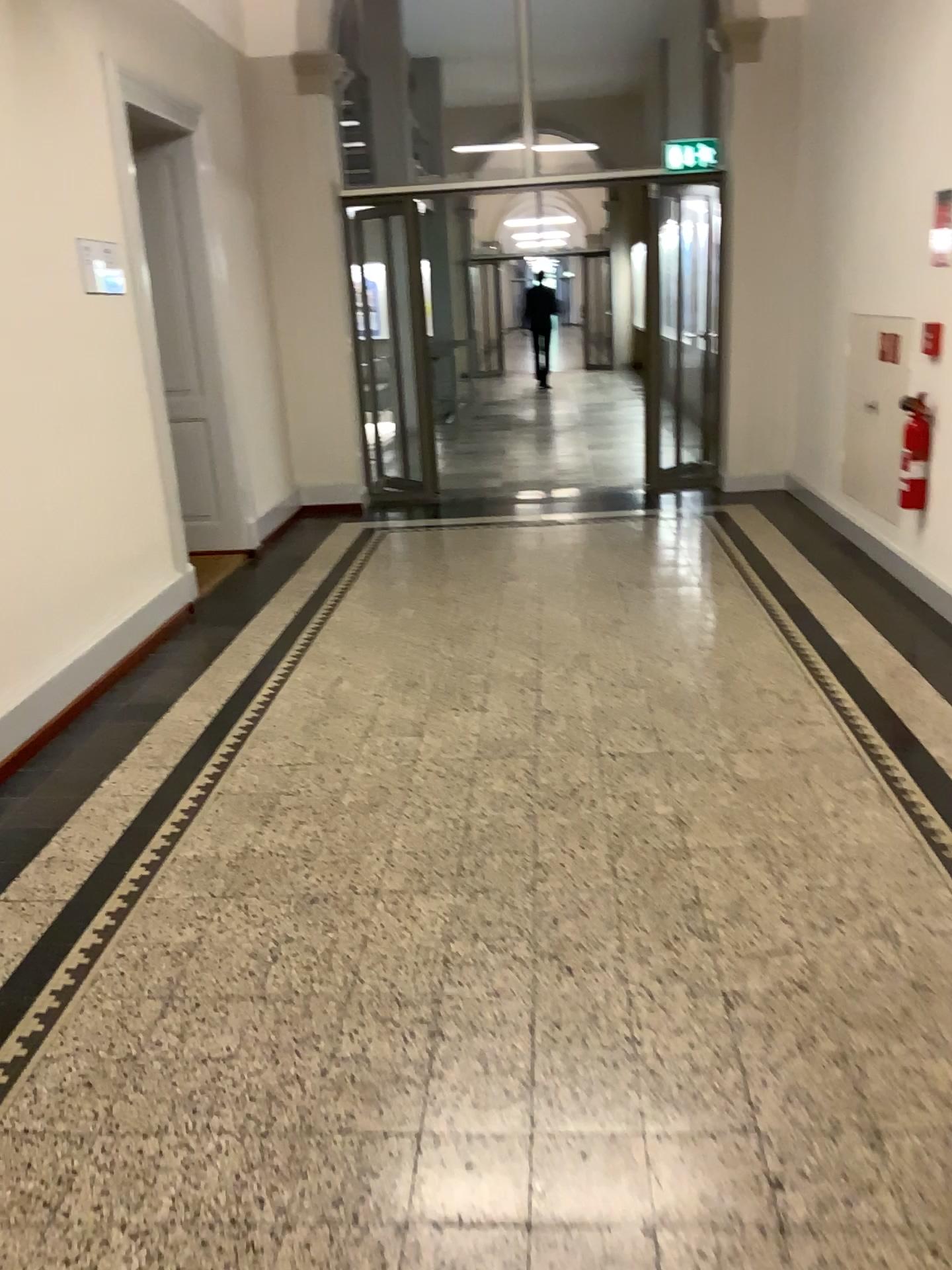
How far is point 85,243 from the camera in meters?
4.3

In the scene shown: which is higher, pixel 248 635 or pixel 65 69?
pixel 65 69

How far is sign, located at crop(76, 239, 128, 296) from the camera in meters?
4.3 m
